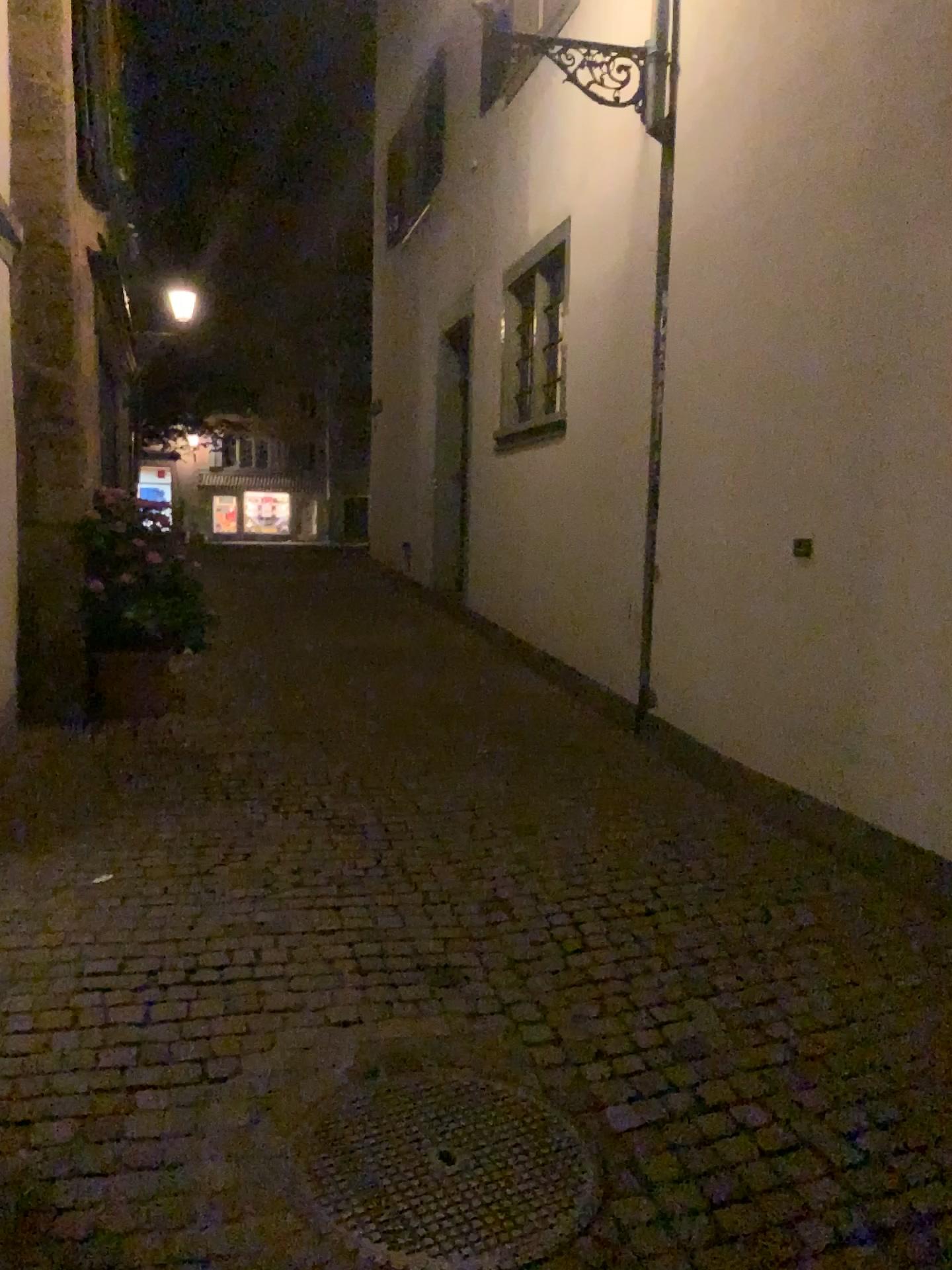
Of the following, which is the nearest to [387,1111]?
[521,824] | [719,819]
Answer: [521,824]
